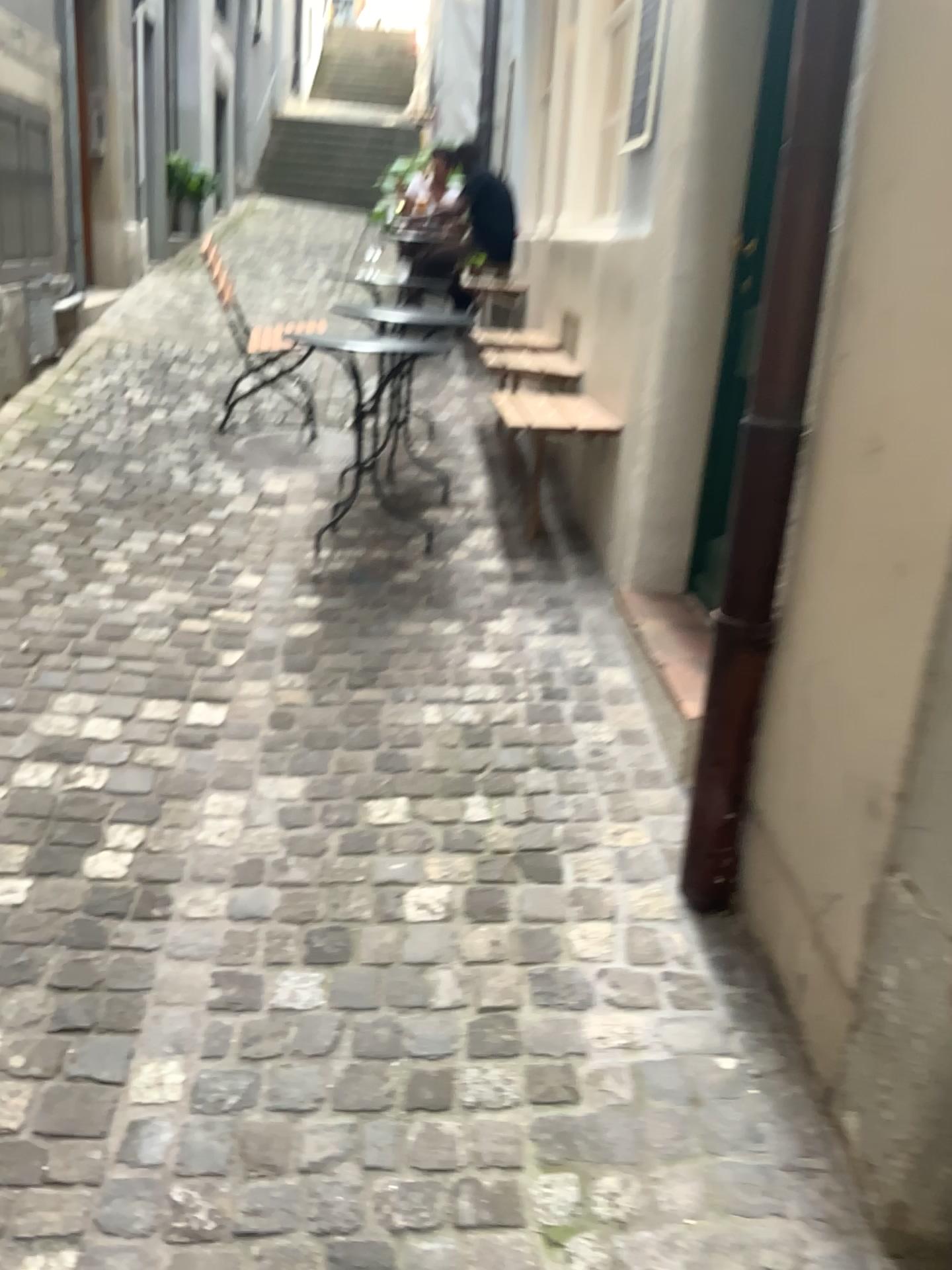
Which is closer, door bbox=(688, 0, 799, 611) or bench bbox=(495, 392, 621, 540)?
door bbox=(688, 0, 799, 611)

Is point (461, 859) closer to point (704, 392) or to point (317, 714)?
point (317, 714)

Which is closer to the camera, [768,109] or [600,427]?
[768,109]

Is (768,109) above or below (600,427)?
above
